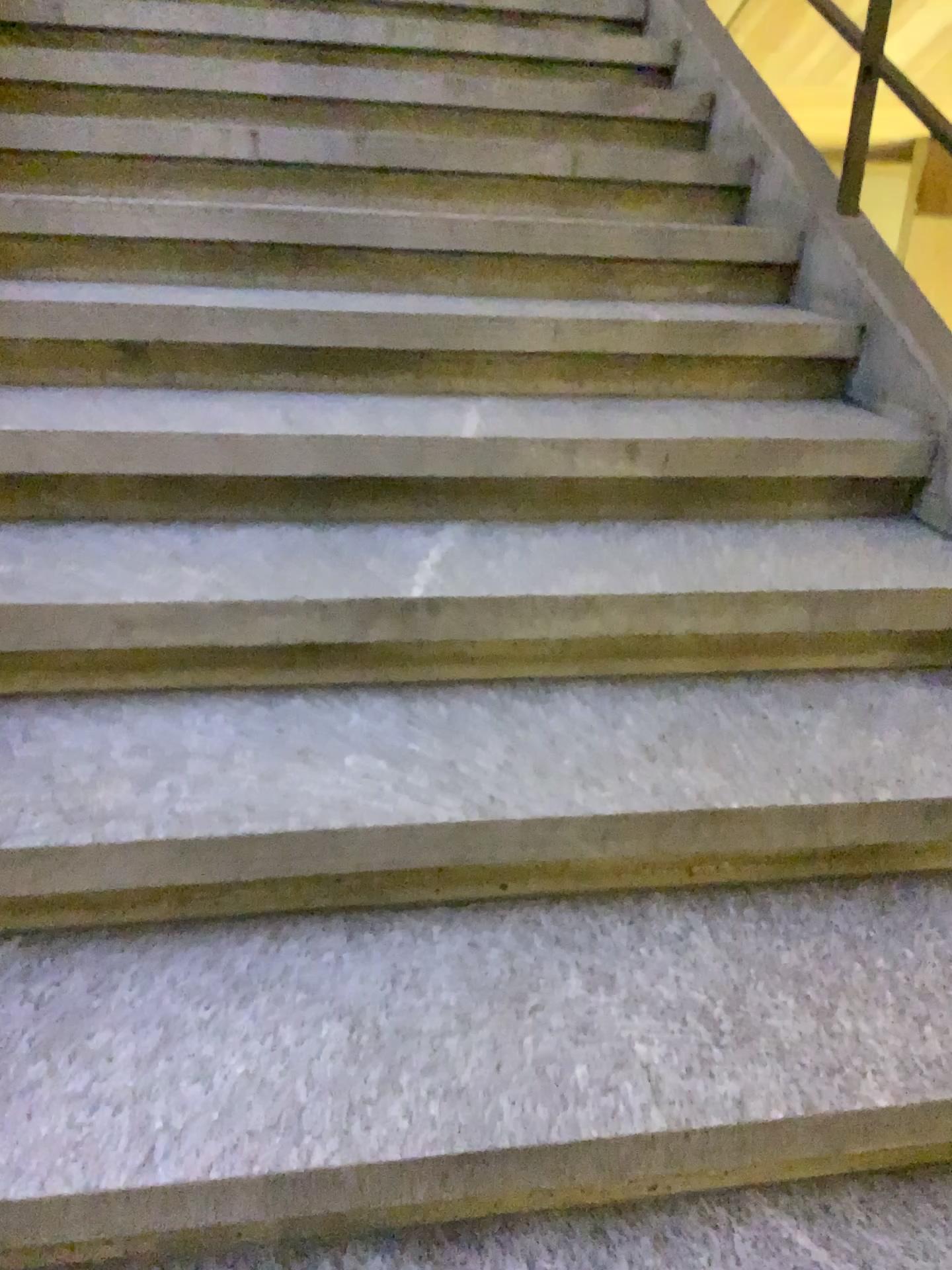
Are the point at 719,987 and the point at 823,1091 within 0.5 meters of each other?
yes

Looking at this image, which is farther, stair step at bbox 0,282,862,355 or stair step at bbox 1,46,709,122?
stair step at bbox 1,46,709,122

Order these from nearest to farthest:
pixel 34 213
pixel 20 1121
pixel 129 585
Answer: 1. pixel 20 1121
2. pixel 129 585
3. pixel 34 213

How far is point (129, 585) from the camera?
1.45m

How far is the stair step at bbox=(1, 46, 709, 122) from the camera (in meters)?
2.56

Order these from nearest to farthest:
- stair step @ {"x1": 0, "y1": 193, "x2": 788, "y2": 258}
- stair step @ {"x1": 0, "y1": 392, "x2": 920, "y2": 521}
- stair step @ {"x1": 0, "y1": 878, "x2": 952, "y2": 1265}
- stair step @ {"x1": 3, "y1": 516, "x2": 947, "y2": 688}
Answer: stair step @ {"x1": 0, "y1": 878, "x2": 952, "y2": 1265}, stair step @ {"x1": 3, "y1": 516, "x2": 947, "y2": 688}, stair step @ {"x1": 0, "y1": 392, "x2": 920, "y2": 521}, stair step @ {"x1": 0, "y1": 193, "x2": 788, "y2": 258}

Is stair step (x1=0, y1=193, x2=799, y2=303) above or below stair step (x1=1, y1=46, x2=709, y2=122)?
below

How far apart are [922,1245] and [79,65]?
2.85m

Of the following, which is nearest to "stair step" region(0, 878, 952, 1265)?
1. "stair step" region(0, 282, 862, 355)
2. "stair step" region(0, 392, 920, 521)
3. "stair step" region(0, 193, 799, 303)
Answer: "stair step" region(0, 392, 920, 521)

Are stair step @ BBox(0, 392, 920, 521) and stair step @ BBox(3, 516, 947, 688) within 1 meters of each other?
yes
